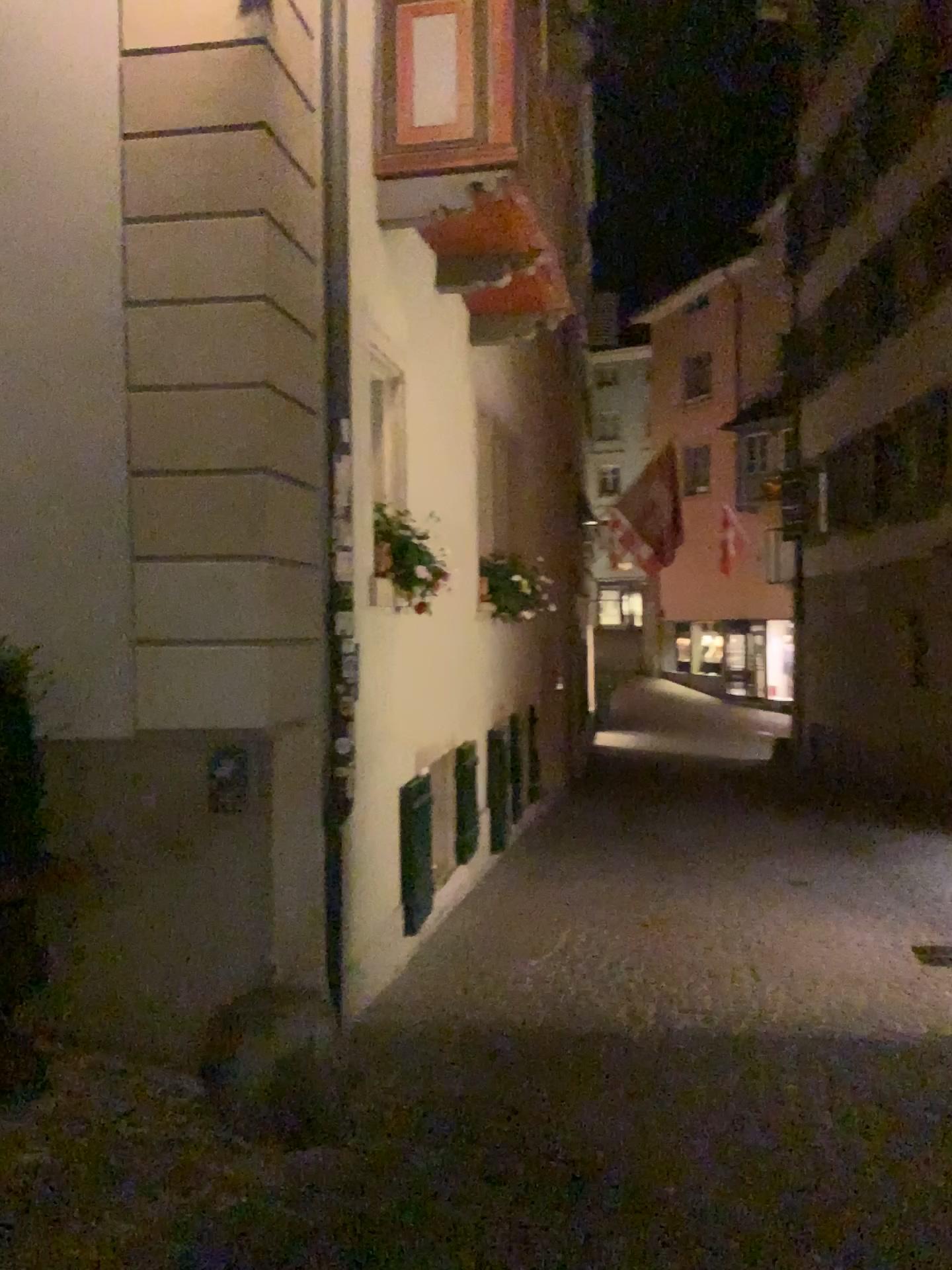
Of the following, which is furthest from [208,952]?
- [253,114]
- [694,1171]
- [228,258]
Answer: [253,114]
